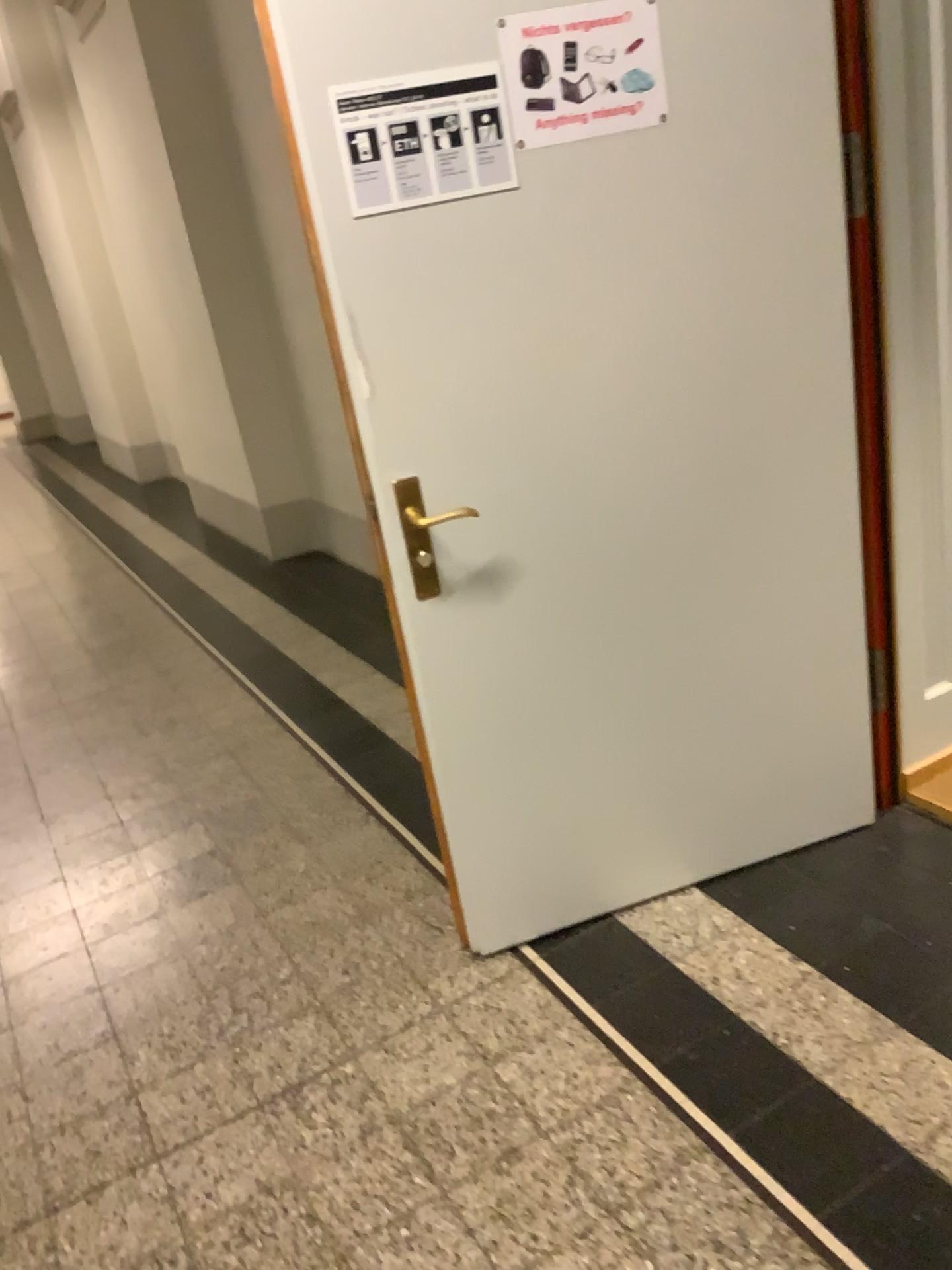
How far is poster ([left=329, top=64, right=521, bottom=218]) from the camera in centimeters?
177cm

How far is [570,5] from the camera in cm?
Answer: 181

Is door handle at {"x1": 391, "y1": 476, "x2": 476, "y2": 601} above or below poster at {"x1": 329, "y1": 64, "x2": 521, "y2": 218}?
below

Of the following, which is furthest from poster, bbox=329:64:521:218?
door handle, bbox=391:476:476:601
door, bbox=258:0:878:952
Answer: door handle, bbox=391:476:476:601

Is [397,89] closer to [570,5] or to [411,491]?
[570,5]

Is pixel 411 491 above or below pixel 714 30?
below

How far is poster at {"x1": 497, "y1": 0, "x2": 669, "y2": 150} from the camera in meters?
1.8 m

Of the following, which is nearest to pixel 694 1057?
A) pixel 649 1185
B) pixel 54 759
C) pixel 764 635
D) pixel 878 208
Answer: pixel 649 1185

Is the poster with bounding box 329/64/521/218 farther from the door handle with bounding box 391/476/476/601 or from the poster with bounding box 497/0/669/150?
the door handle with bounding box 391/476/476/601
